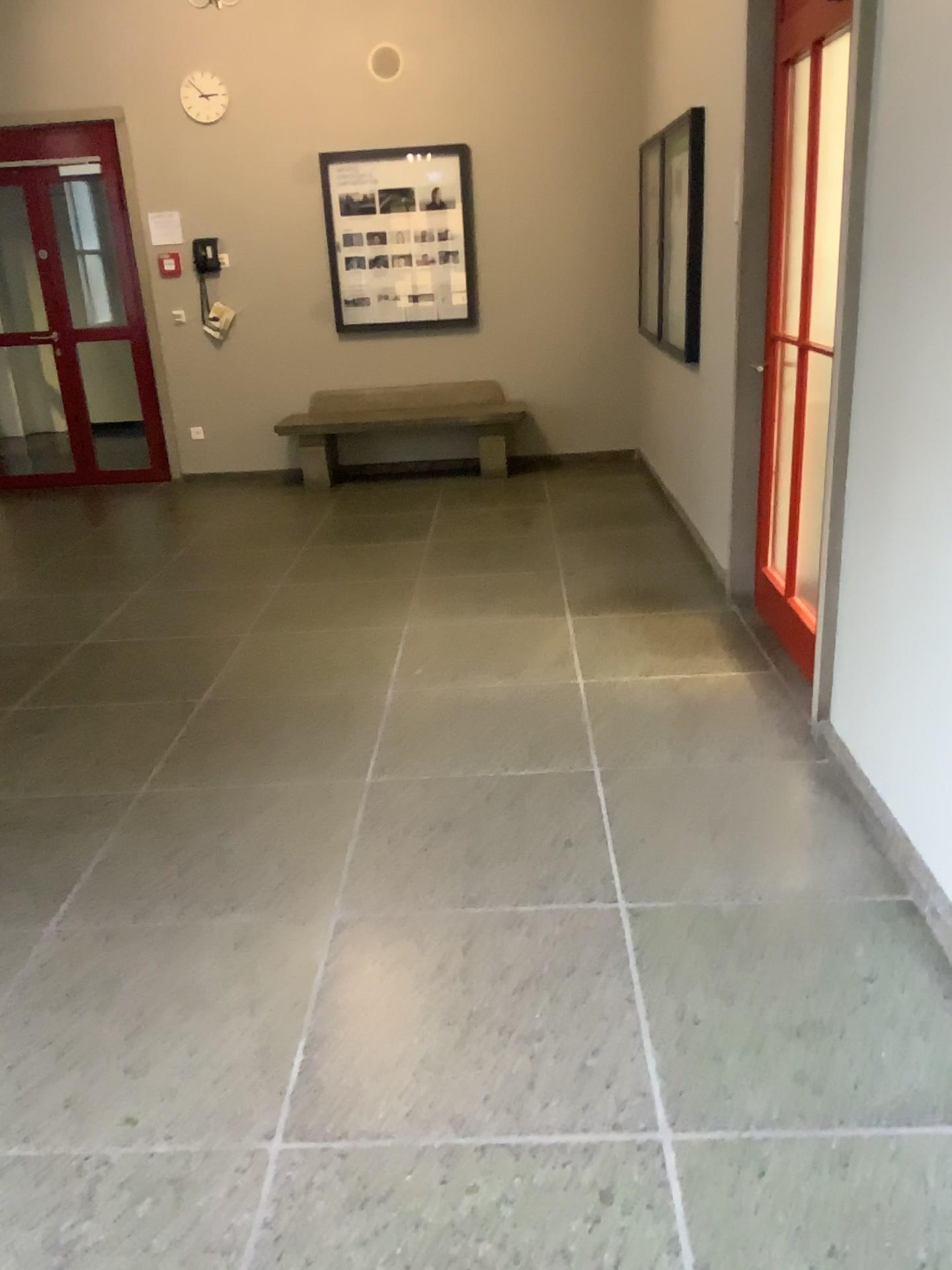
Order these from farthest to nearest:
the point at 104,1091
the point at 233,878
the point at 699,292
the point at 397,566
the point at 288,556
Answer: the point at 288,556
the point at 397,566
the point at 699,292
the point at 233,878
the point at 104,1091
